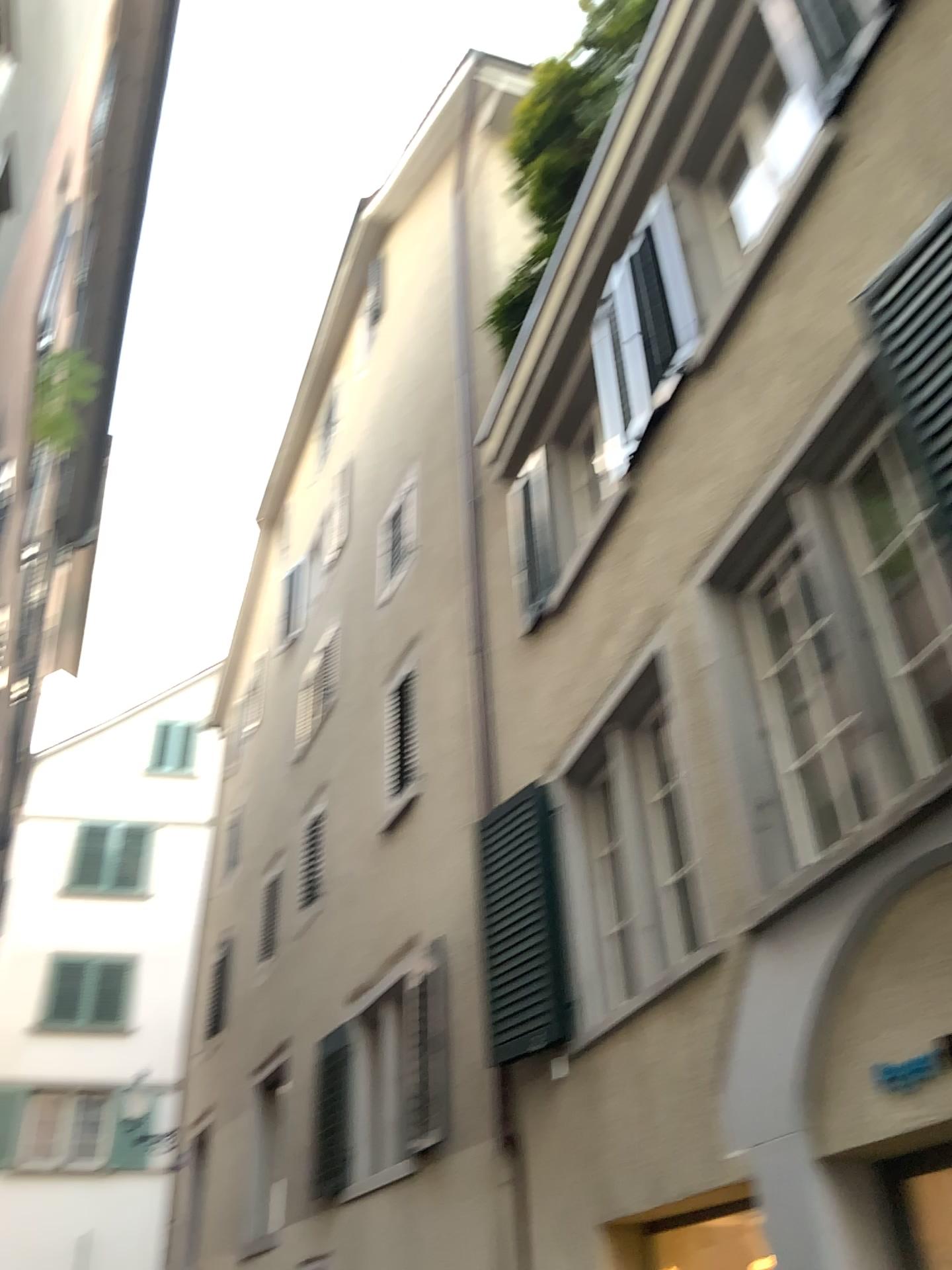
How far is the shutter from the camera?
3.3 meters

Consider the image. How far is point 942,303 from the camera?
3.3 meters

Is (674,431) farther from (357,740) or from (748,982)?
(748,982)
